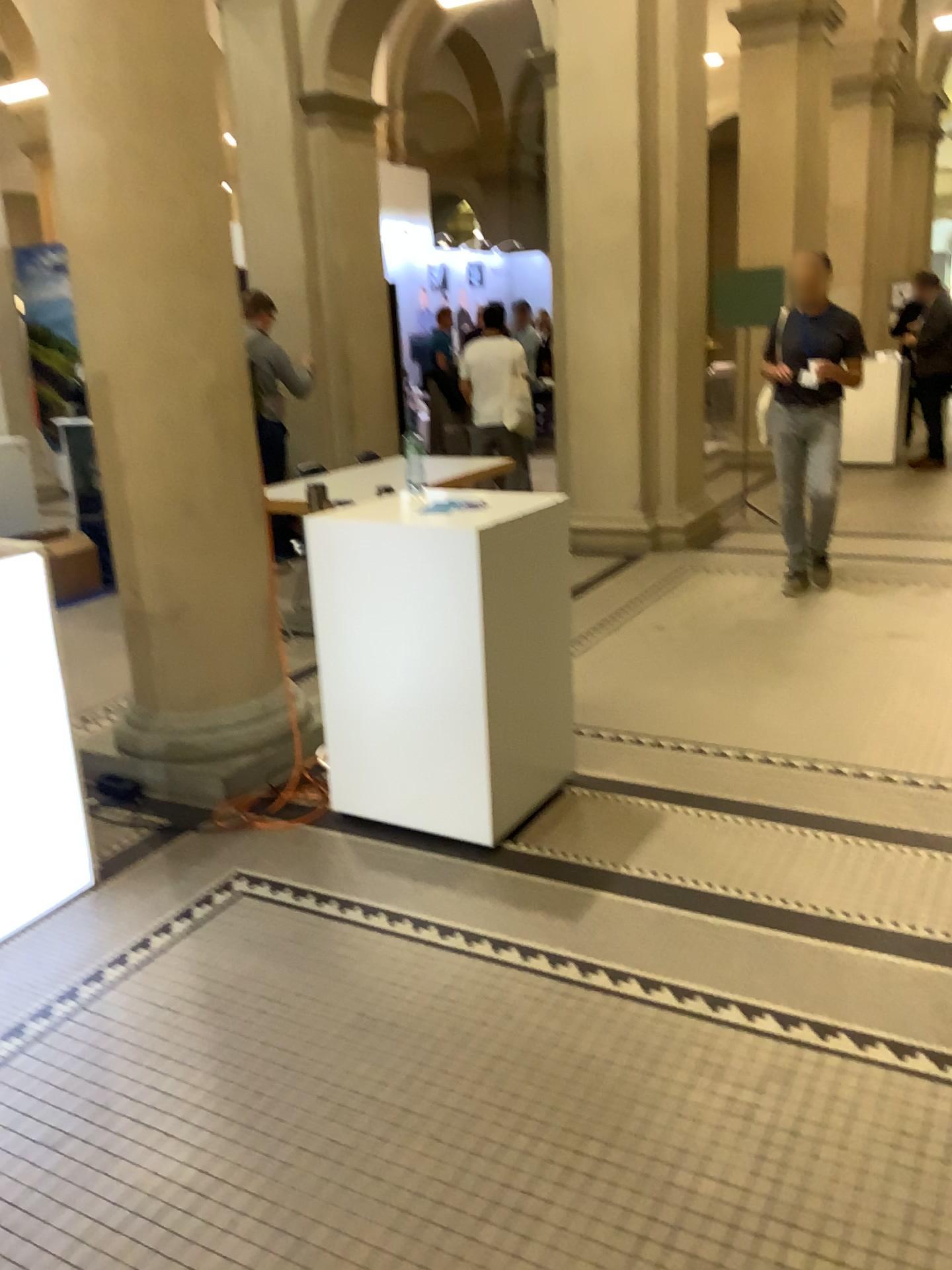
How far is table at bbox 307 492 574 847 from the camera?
3.0 meters

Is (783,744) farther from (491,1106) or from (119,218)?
(119,218)

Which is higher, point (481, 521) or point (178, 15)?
point (178, 15)

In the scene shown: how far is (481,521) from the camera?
3.0m
